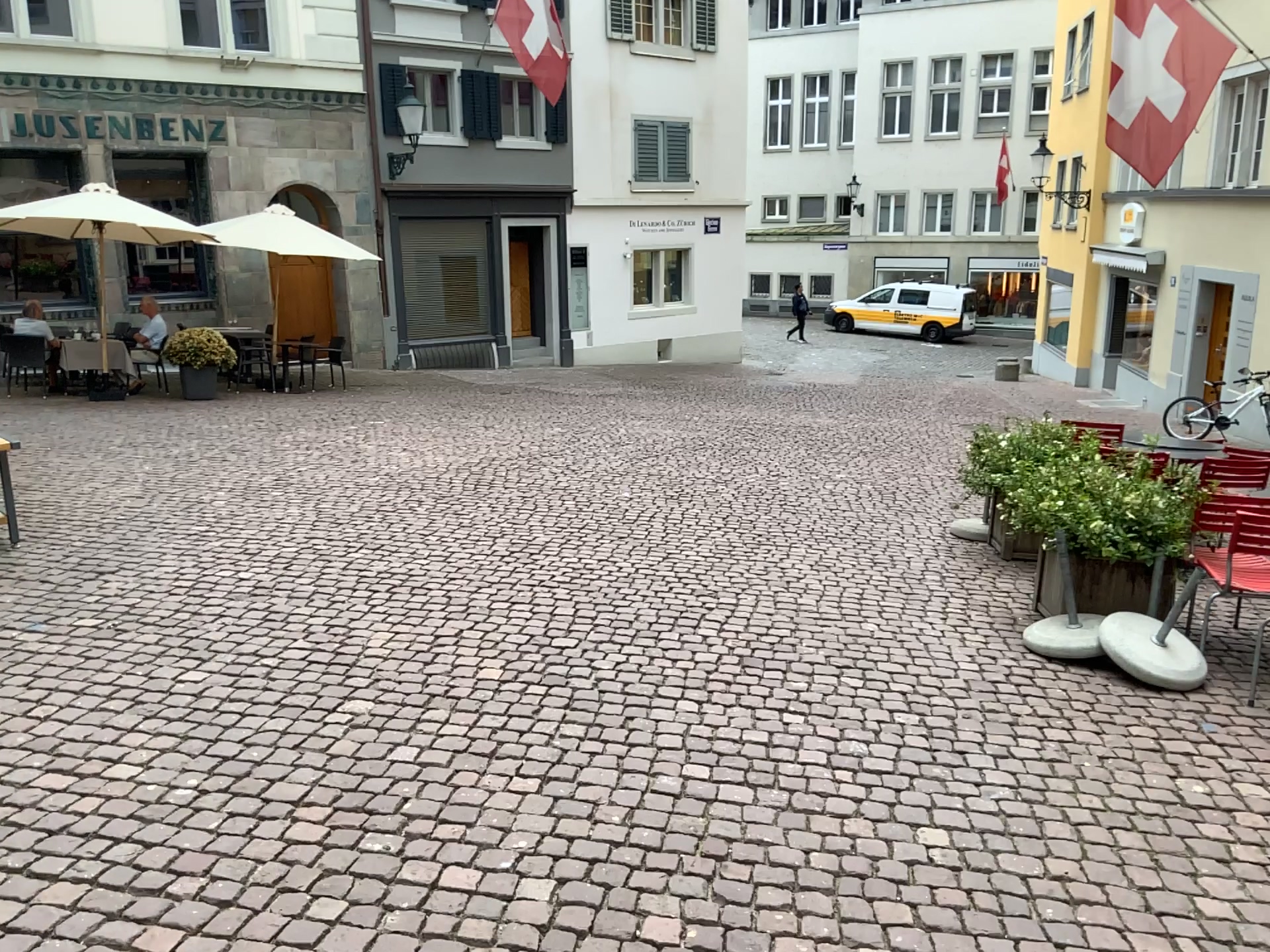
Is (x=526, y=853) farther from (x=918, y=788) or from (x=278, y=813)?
(x=918, y=788)
